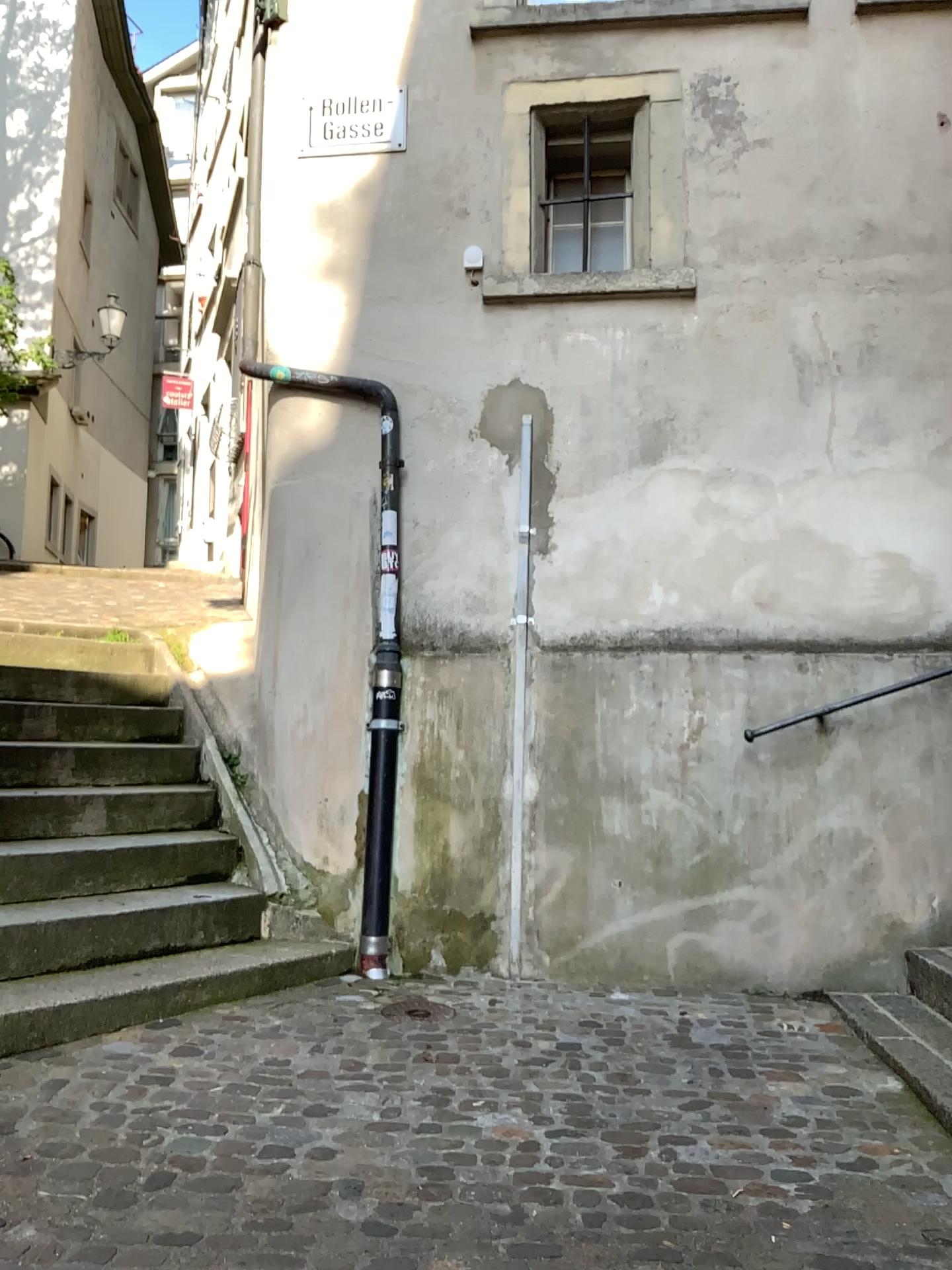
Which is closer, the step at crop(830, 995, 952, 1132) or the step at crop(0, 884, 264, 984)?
the step at crop(830, 995, 952, 1132)

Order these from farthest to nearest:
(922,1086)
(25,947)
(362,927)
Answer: (362,927) < (25,947) < (922,1086)

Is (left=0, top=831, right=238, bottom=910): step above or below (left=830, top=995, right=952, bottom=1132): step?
above

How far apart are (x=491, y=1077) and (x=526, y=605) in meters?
2.0

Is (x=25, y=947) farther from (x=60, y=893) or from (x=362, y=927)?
(x=362, y=927)

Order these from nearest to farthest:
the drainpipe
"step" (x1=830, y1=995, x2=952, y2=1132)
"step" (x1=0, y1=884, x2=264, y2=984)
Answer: "step" (x1=830, y1=995, x2=952, y2=1132), "step" (x1=0, y1=884, x2=264, y2=984), the drainpipe

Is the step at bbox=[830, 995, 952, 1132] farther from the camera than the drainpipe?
No

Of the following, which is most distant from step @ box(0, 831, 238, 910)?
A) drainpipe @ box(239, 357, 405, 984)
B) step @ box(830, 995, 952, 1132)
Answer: step @ box(830, 995, 952, 1132)

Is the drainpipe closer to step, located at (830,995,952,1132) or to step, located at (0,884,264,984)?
step, located at (0,884,264,984)

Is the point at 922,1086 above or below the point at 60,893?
below
